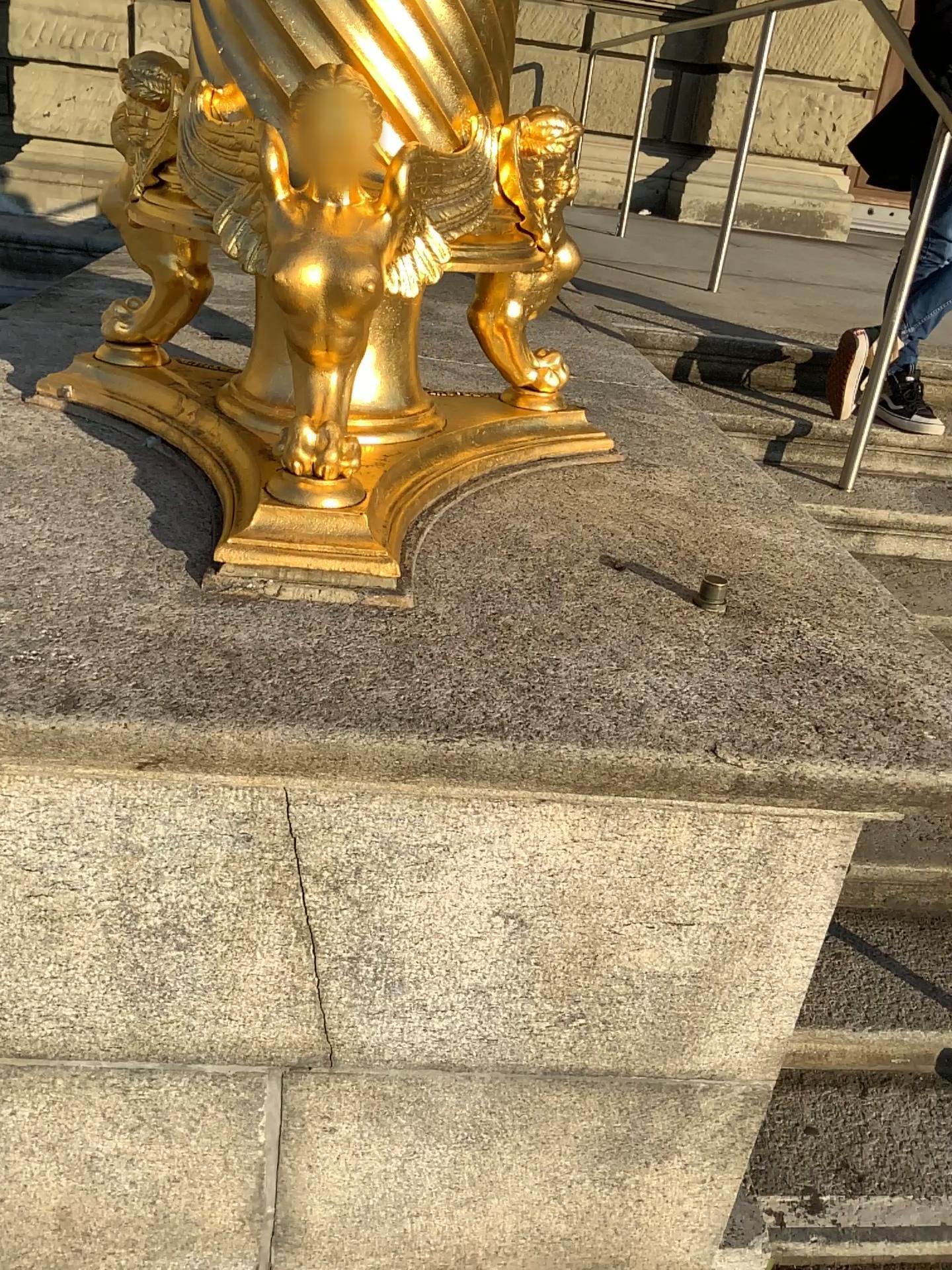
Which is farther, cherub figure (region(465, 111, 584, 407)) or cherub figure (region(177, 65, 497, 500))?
cherub figure (region(465, 111, 584, 407))

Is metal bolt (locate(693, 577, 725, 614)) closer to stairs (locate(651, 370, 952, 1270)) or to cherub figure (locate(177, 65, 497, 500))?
cherub figure (locate(177, 65, 497, 500))

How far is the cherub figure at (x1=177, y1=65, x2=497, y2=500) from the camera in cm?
104

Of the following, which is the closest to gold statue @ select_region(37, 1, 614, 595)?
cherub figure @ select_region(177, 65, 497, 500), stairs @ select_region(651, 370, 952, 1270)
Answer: cherub figure @ select_region(177, 65, 497, 500)

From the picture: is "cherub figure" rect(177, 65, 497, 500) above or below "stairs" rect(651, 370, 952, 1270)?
above

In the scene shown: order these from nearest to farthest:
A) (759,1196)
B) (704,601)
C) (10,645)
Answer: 1. (10,645)
2. (704,601)
3. (759,1196)

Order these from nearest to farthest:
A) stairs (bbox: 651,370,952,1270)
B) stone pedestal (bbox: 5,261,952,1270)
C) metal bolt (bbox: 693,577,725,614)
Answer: stone pedestal (bbox: 5,261,952,1270) → metal bolt (bbox: 693,577,725,614) → stairs (bbox: 651,370,952,1270)

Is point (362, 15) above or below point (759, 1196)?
above

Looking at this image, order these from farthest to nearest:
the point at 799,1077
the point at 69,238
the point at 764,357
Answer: the point at 764,357, the point at 69,238, the point at 799,1077

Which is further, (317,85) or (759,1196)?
(759,1196)
